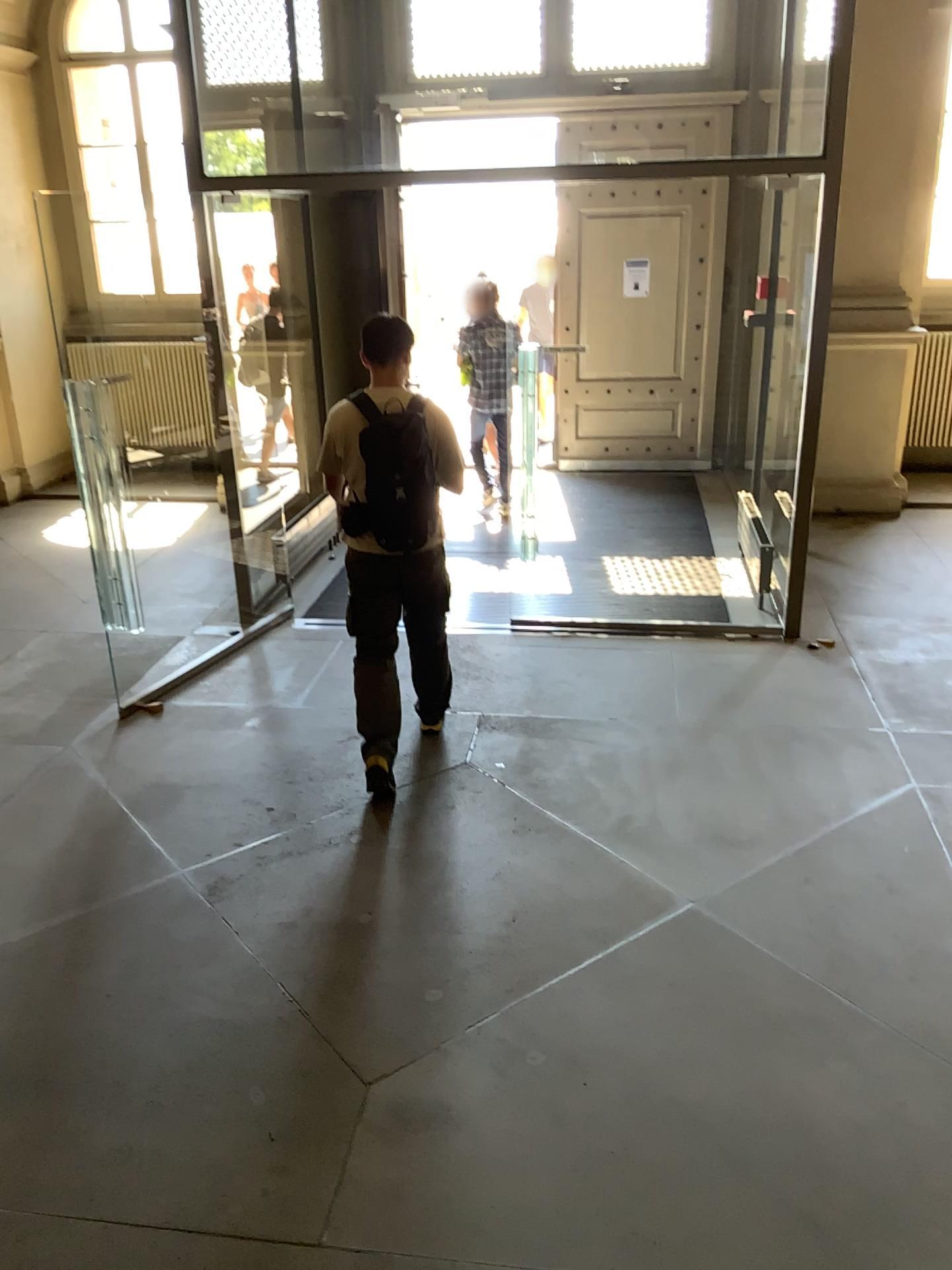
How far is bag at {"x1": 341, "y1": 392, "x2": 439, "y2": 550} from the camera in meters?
3.8 m

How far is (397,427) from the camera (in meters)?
3.81

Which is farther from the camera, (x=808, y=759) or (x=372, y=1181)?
(x=808, y=759)
